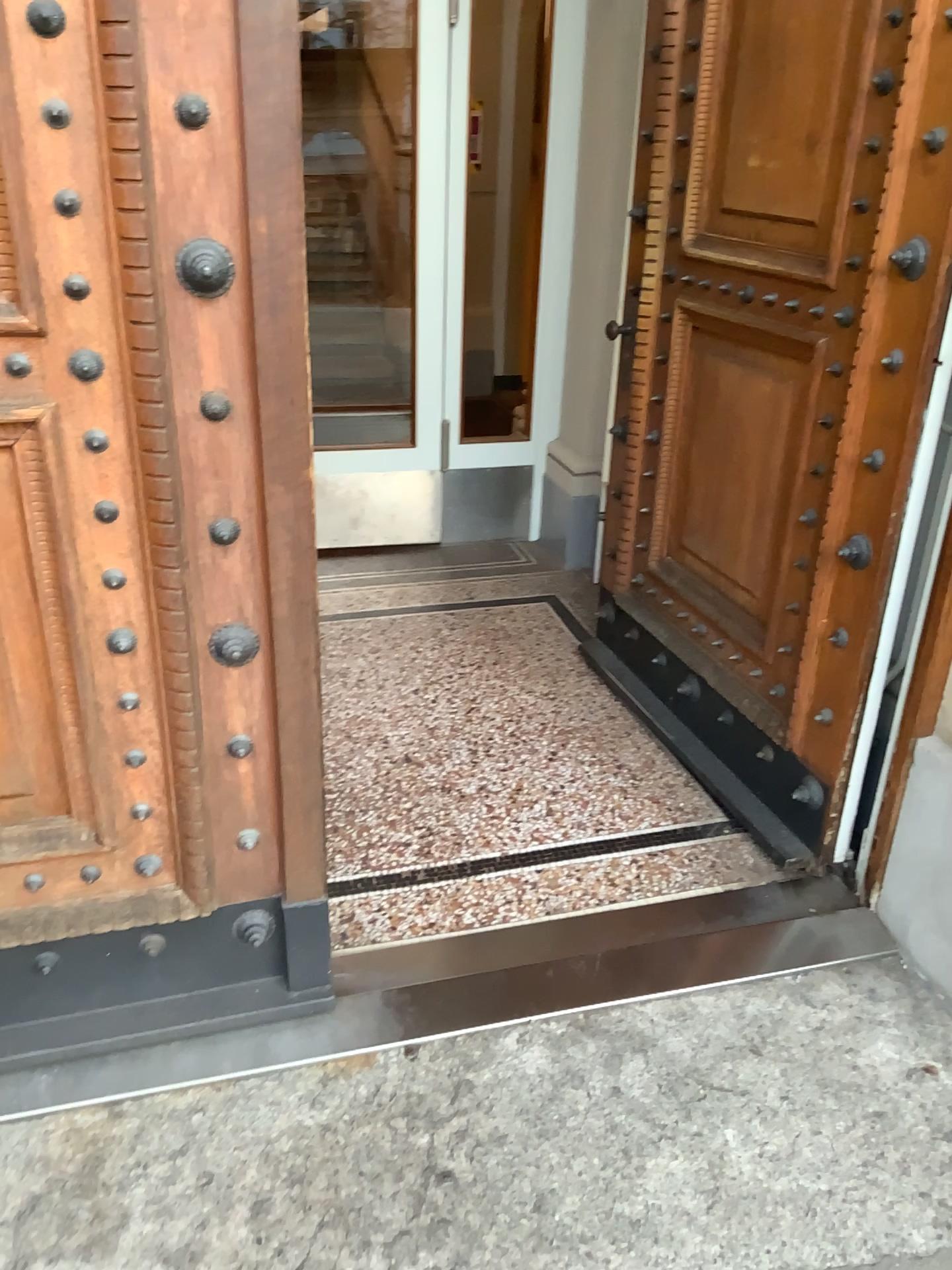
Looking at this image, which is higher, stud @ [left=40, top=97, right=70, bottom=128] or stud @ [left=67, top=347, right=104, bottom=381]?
stud @ [left=40, top=97, right=70, bottom=128]

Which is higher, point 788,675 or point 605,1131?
point 788,675

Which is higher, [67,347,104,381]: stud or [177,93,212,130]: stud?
[177,93,212,130]: stud

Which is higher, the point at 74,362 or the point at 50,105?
the point at 50,105

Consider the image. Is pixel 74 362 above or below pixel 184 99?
below

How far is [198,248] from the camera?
1.4m

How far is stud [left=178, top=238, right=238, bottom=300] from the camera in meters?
1.4
